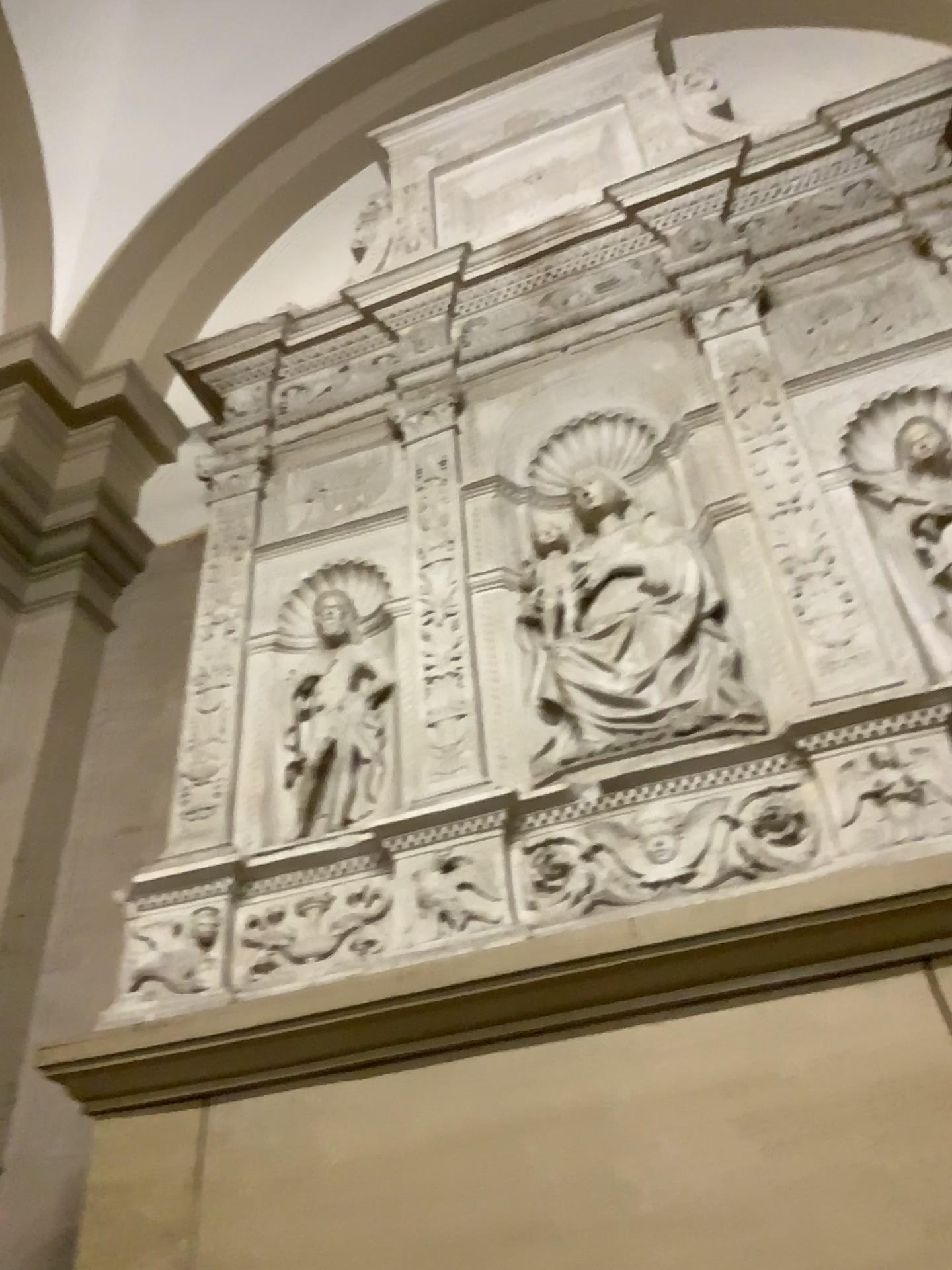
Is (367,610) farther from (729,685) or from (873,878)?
(873,878)

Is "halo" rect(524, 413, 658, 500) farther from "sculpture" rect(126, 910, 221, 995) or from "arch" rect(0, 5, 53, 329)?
"arch" rect(0, 5, 53, 329)

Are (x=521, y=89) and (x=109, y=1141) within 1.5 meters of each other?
no

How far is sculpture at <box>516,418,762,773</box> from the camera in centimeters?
205cm

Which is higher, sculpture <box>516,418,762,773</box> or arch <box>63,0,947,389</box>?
arch <box>63,0,947,389</box>

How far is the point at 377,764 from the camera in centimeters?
225cm

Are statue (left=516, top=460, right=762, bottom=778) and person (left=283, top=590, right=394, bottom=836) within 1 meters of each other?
yes

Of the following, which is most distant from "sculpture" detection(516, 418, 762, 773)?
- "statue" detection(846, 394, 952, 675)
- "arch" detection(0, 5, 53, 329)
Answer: "arch" detection(0, 5, 53, 329)

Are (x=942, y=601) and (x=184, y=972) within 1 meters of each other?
no

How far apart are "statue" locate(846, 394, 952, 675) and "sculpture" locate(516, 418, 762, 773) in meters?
0.3 m
